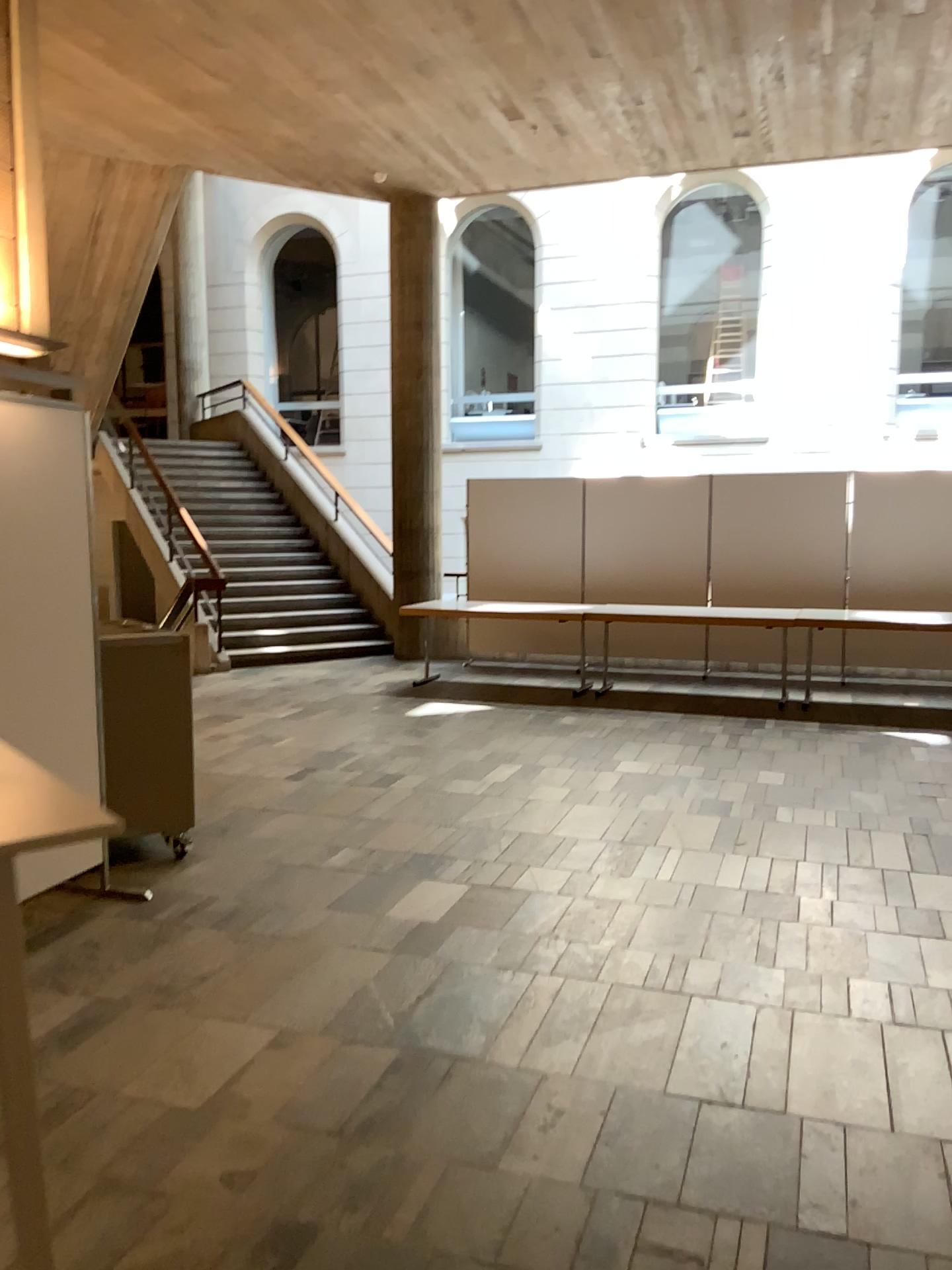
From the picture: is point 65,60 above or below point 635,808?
above
